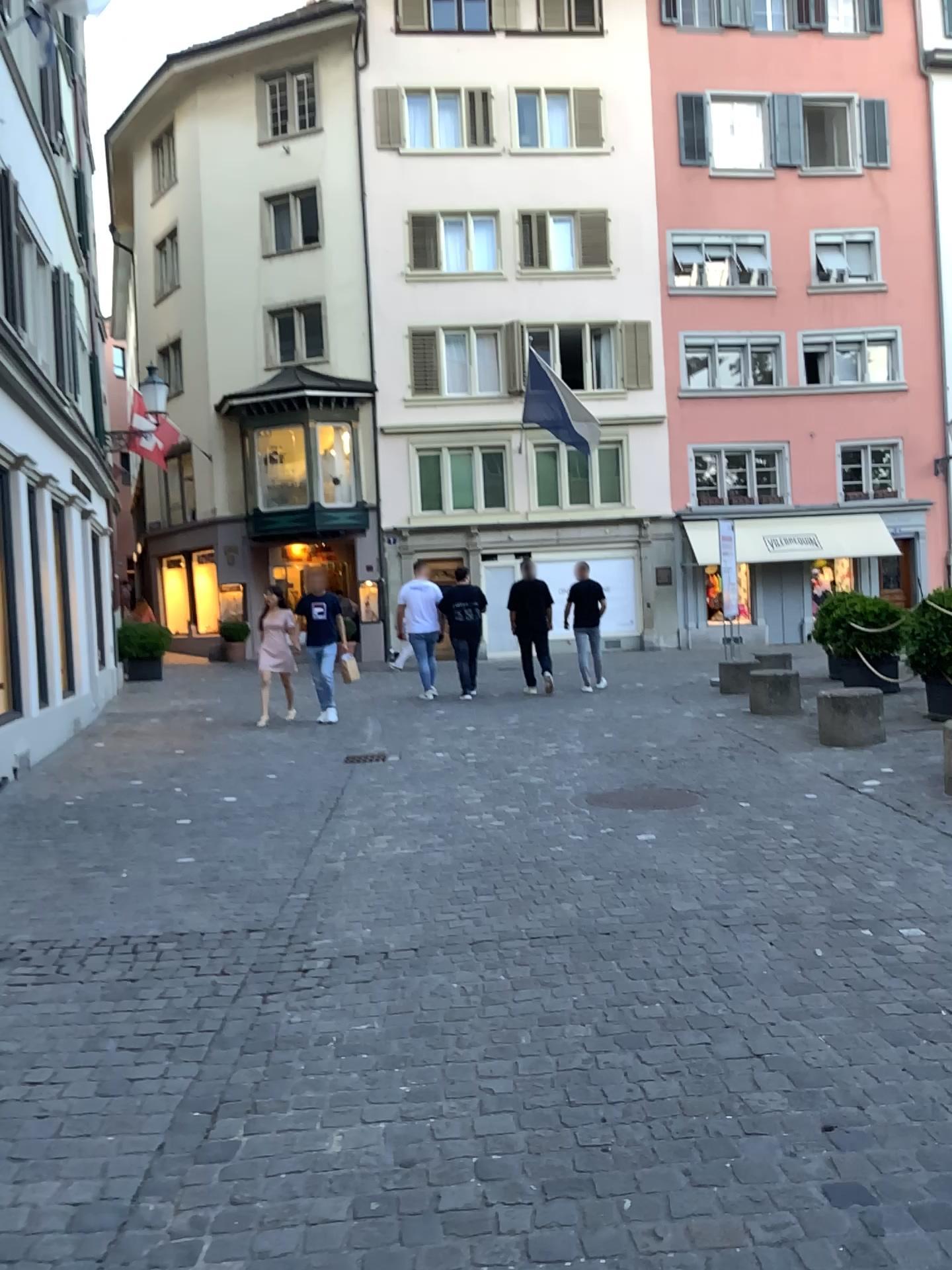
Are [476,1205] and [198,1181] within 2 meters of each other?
yes
